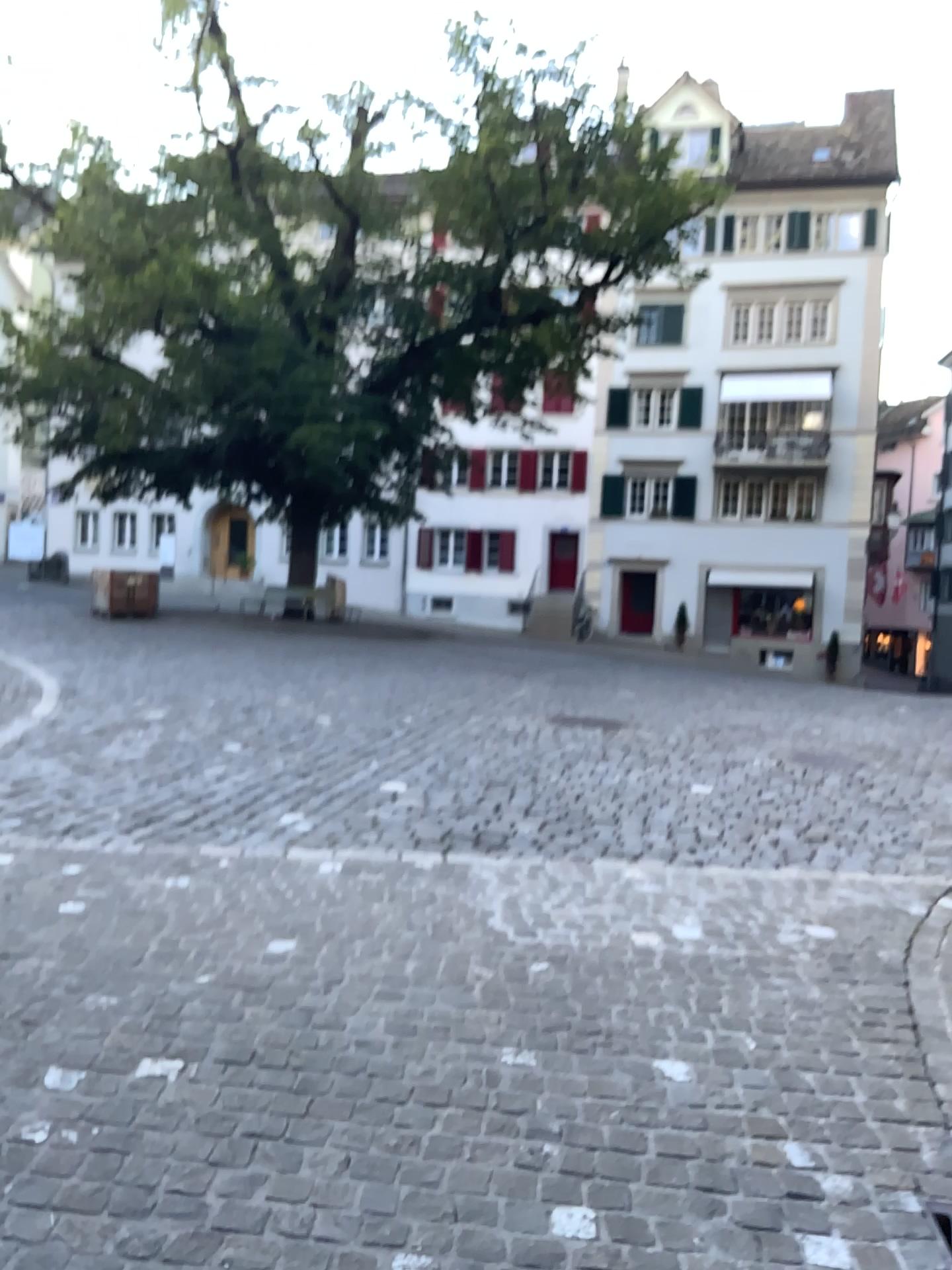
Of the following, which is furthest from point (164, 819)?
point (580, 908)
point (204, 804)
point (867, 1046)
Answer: point (867, 1046)
